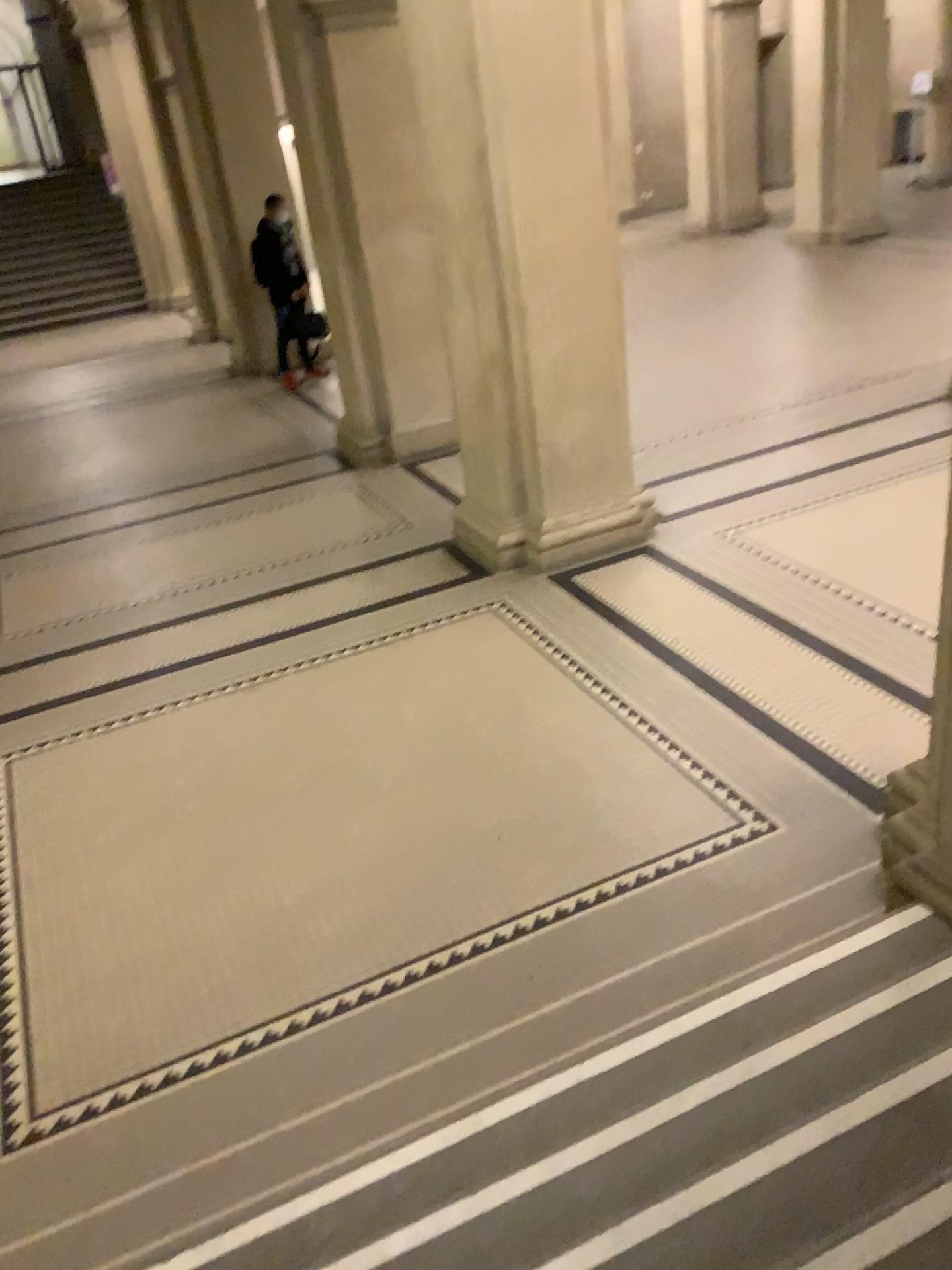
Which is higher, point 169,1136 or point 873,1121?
point 873,1121
